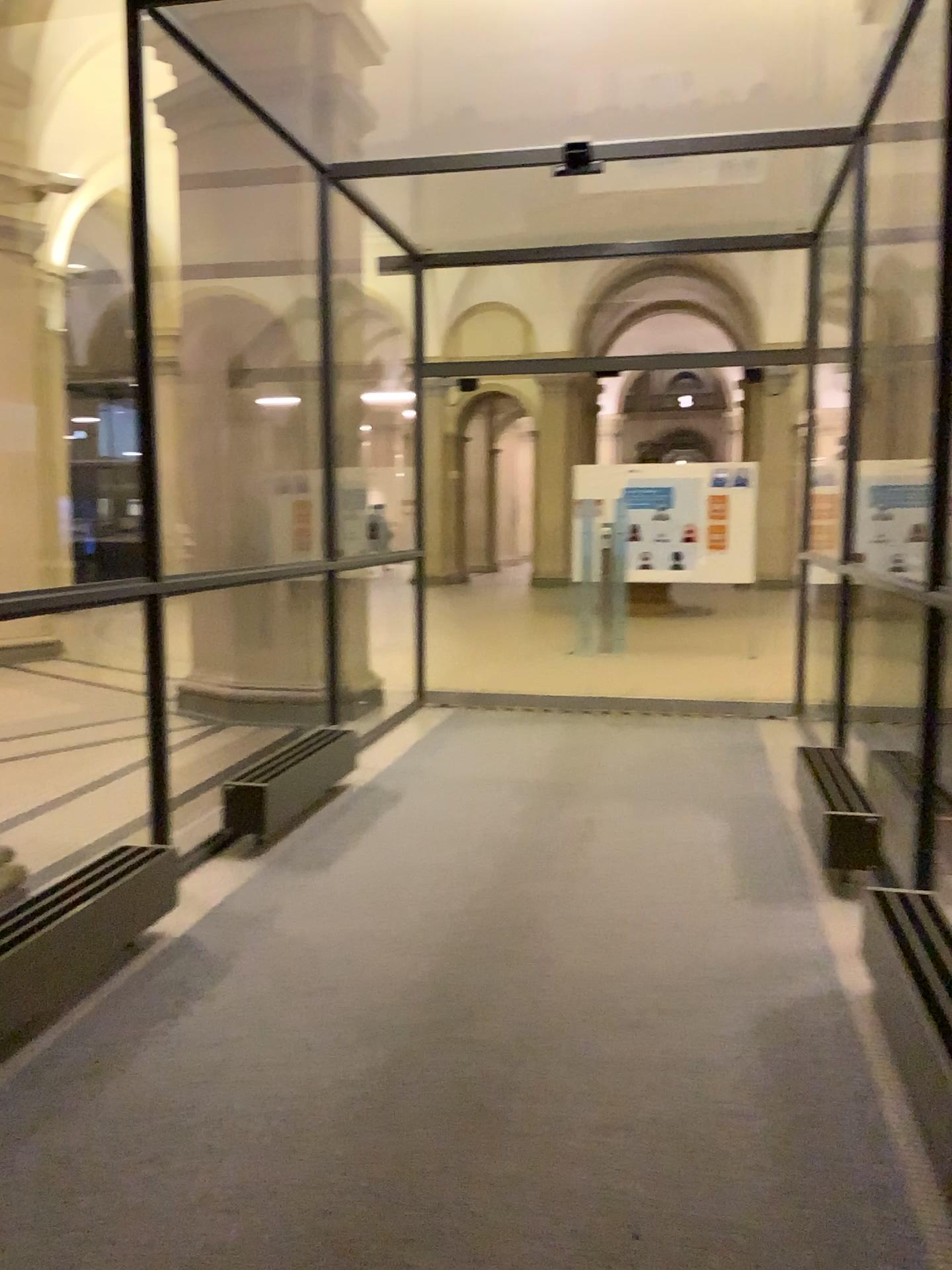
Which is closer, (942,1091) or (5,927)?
(942,1091)

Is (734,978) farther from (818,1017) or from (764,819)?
(764,819)

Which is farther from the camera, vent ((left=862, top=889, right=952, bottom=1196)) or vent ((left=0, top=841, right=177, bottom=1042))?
vent ((left=0, top=841, right=177, bottom=1042))
